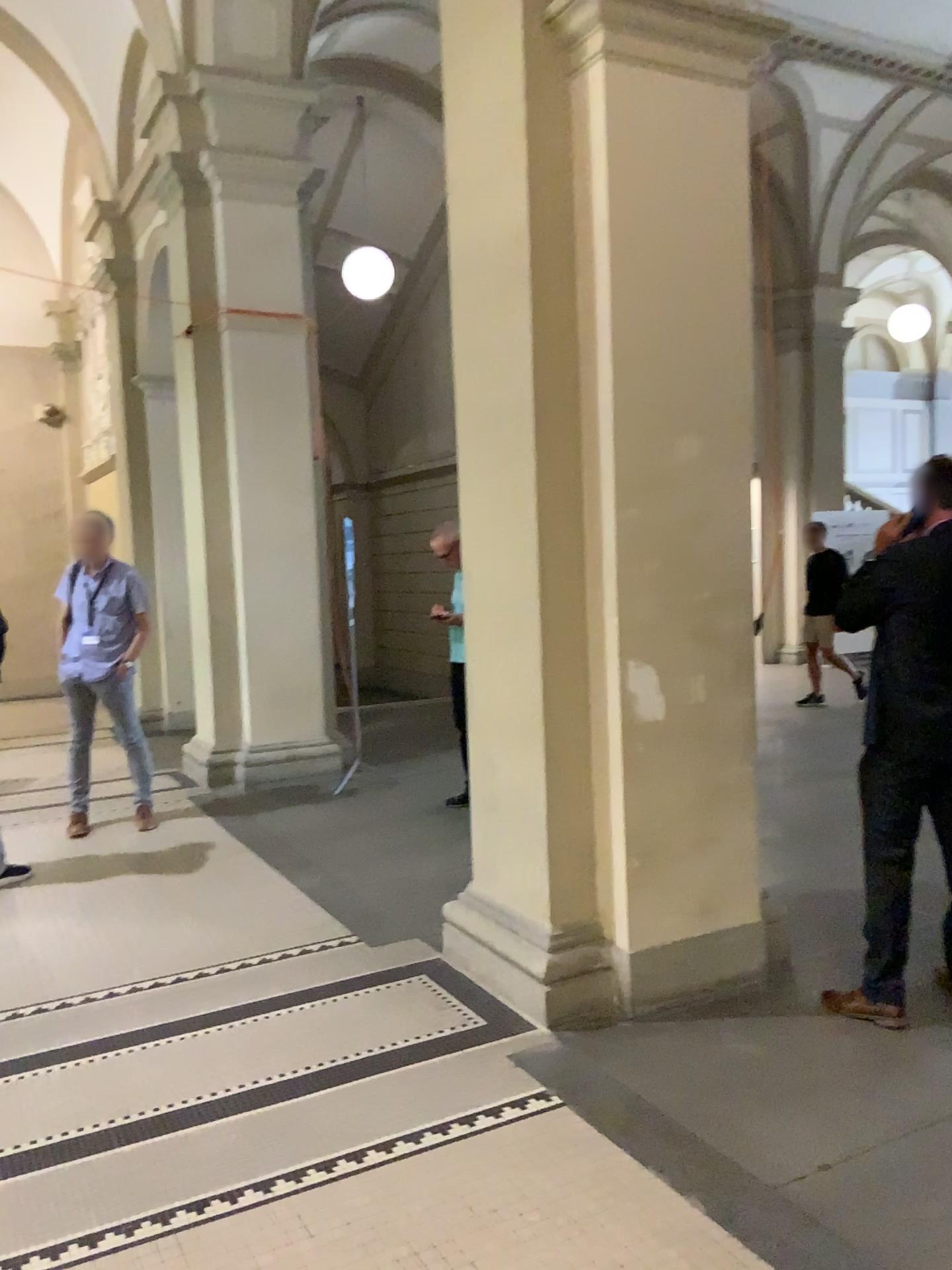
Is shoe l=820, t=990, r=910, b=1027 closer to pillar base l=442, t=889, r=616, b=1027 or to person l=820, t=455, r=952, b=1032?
person l=820, t=455, r=952, b=1032

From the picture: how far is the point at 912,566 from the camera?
3.22m

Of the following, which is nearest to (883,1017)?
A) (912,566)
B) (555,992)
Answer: (555,992)

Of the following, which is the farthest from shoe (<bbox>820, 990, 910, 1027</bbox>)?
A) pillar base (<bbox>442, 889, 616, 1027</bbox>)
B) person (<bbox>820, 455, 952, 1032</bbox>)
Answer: pillar base (<bbox>442, 889, 616, 1027</bbox>)

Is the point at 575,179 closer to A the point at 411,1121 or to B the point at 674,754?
B the point at 674,754

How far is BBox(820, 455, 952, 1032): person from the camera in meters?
3.2 m

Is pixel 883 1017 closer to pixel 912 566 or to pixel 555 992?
pixel 555 992
